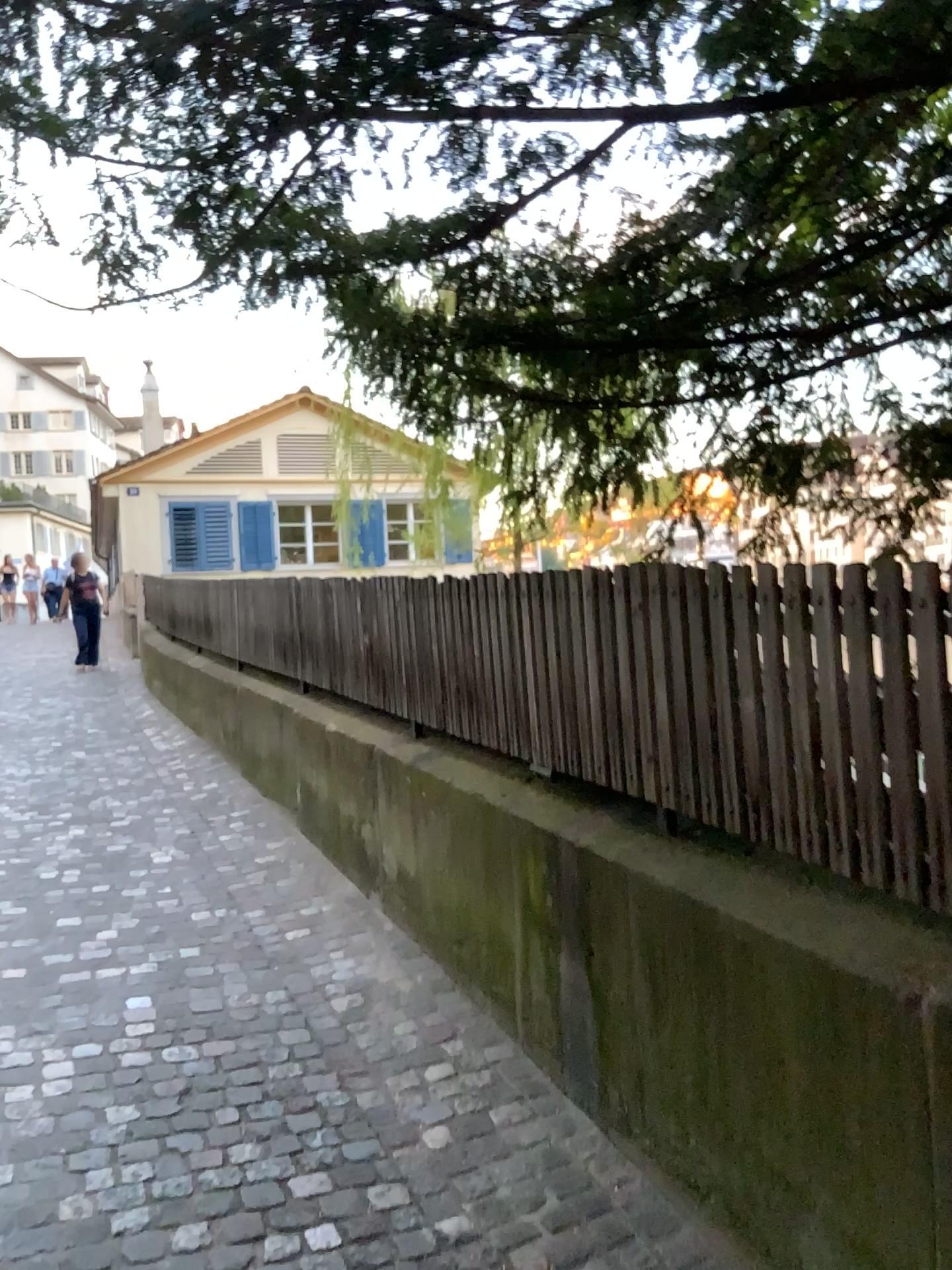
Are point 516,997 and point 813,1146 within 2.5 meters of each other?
yes
